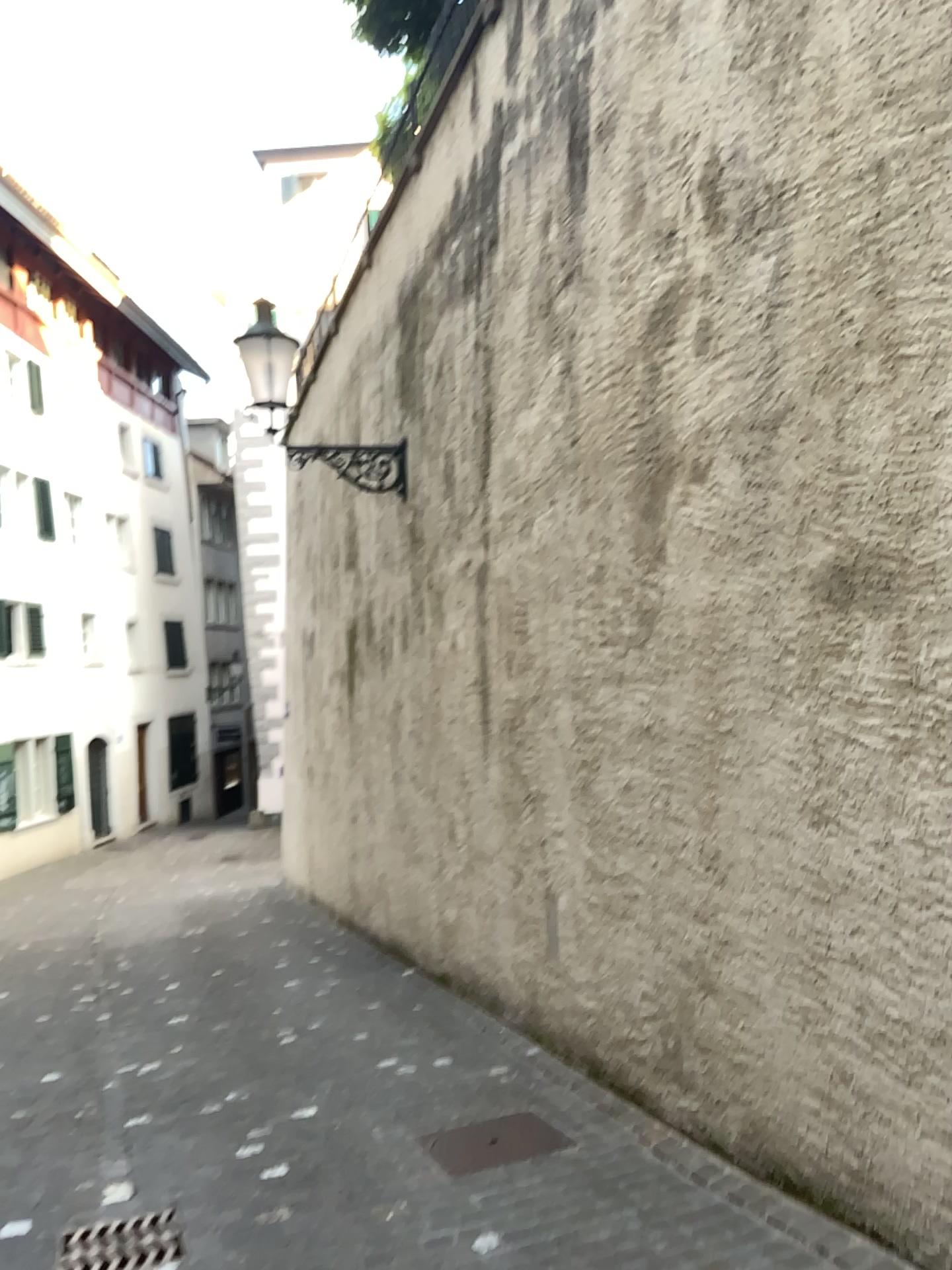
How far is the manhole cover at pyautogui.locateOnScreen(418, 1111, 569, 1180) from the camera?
3.7 meters

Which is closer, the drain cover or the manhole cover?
the drain cover

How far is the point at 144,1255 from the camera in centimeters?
318cm

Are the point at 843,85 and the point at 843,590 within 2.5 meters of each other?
yes

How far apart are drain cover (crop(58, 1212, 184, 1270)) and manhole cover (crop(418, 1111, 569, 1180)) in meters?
0.9 m

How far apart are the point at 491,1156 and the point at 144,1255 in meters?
1.2 m

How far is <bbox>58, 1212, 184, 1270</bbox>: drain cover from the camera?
3.2m

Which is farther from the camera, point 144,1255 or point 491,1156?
point 491,1156
